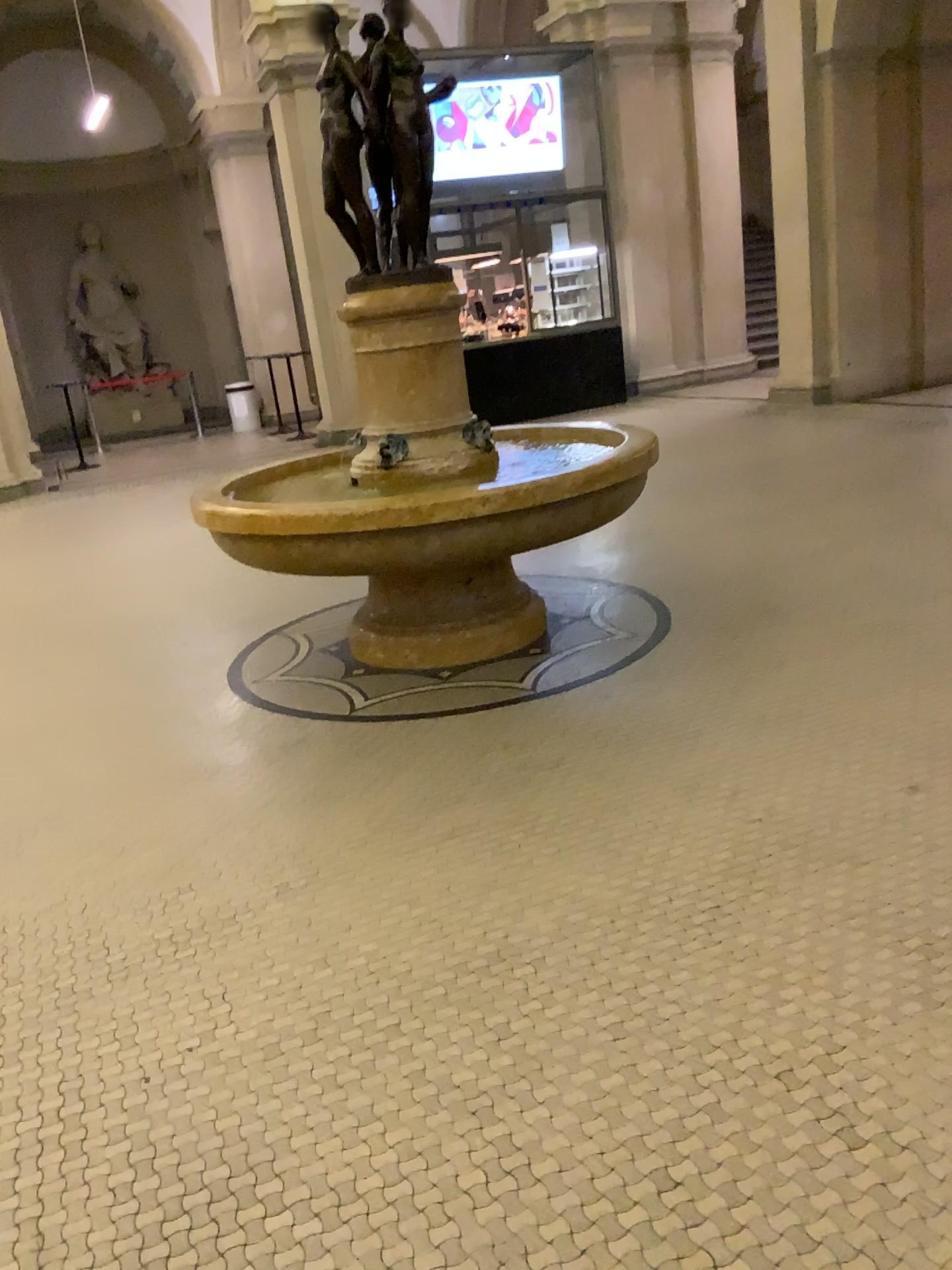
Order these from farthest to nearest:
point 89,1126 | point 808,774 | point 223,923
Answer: point 808,774 → point 223,923 → point 89,1126
